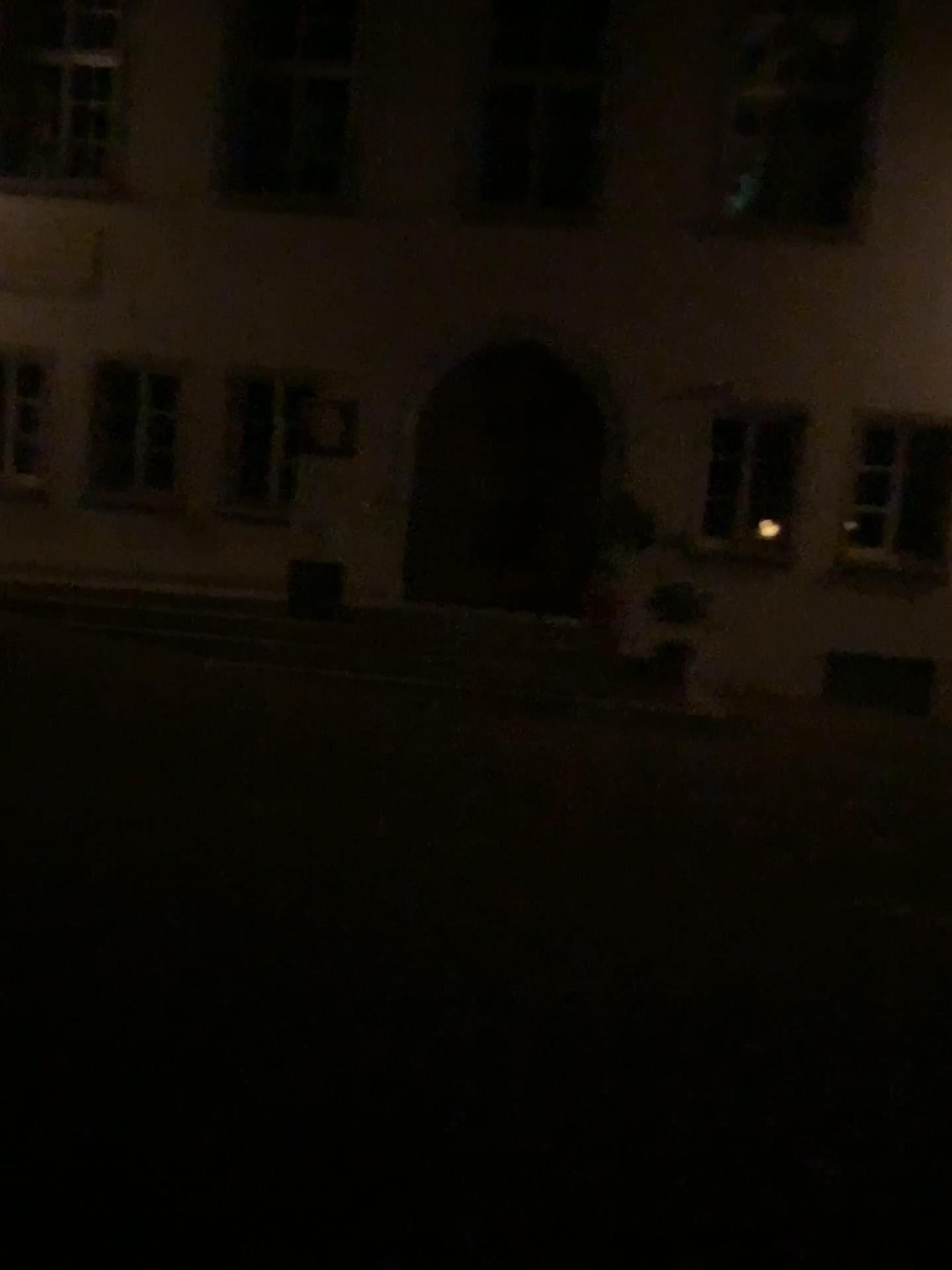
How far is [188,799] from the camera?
5.21m
